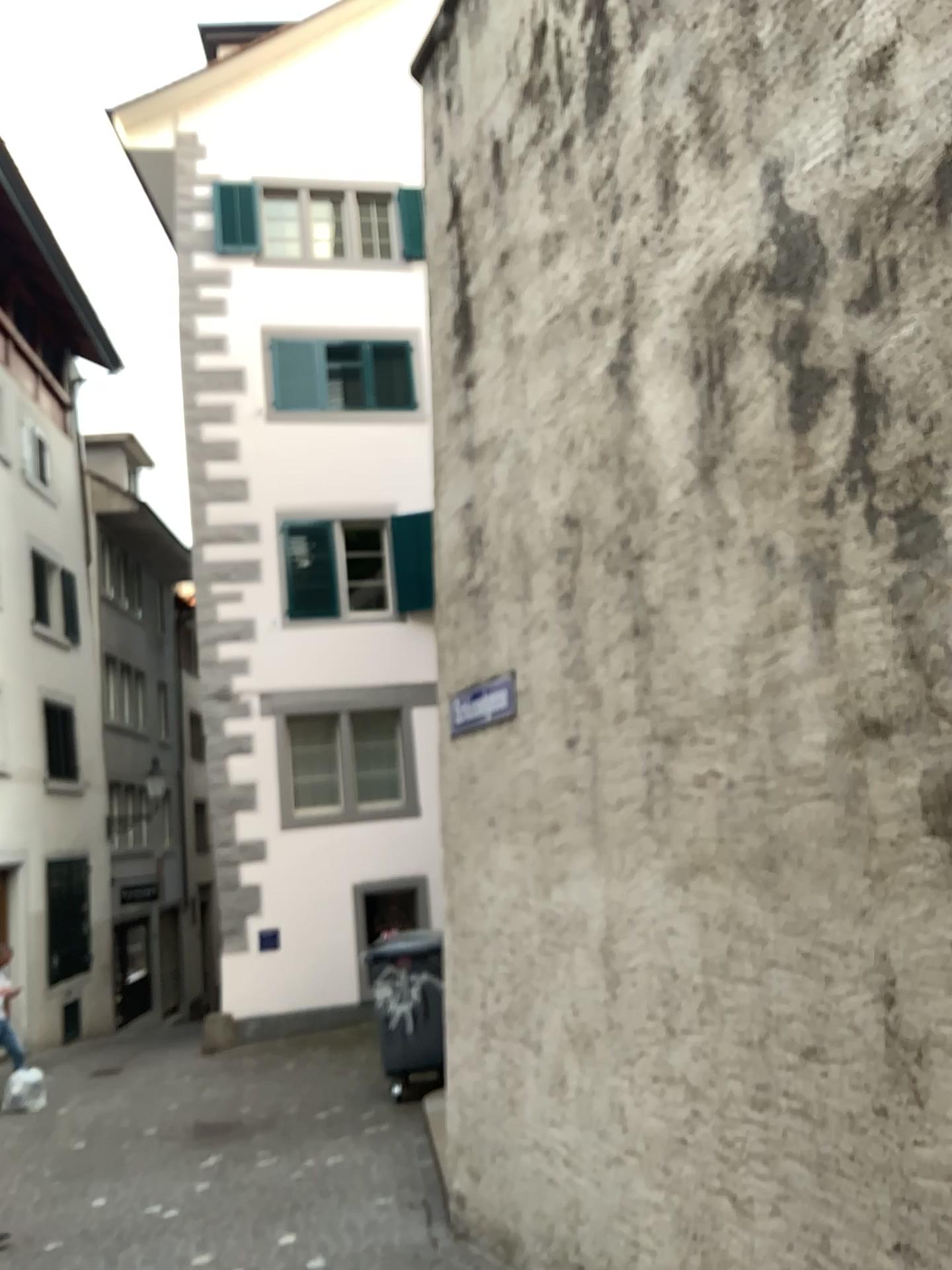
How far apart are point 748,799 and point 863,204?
1.8m
